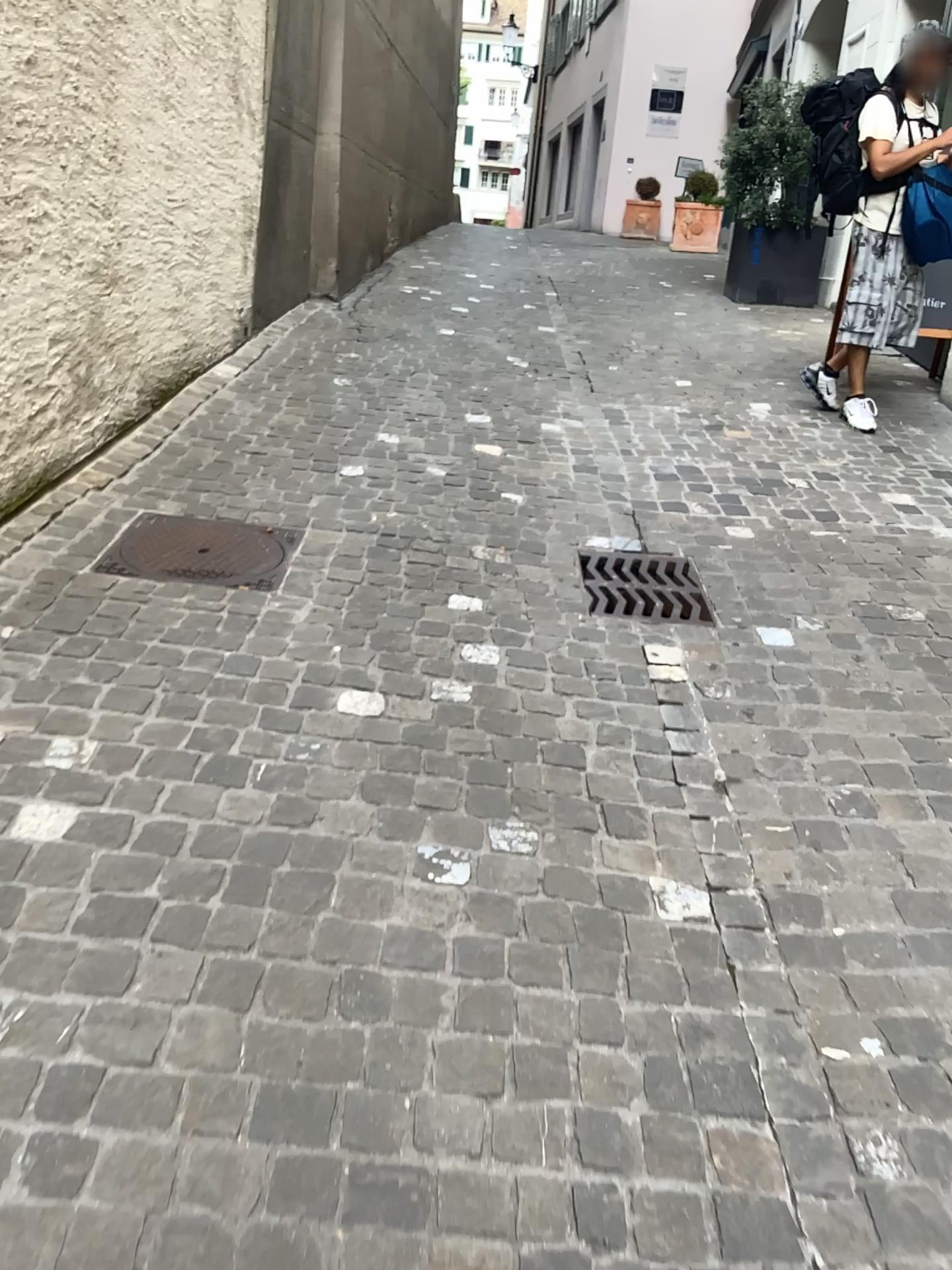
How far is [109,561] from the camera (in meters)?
3.00

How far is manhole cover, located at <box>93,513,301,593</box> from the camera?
3.0m

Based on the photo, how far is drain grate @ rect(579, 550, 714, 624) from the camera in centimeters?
310cm

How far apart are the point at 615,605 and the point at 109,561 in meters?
1.4

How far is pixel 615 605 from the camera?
3.1m

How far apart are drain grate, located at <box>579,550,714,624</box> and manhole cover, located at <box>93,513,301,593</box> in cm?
92

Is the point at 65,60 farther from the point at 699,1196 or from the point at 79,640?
the point at 699,1196
